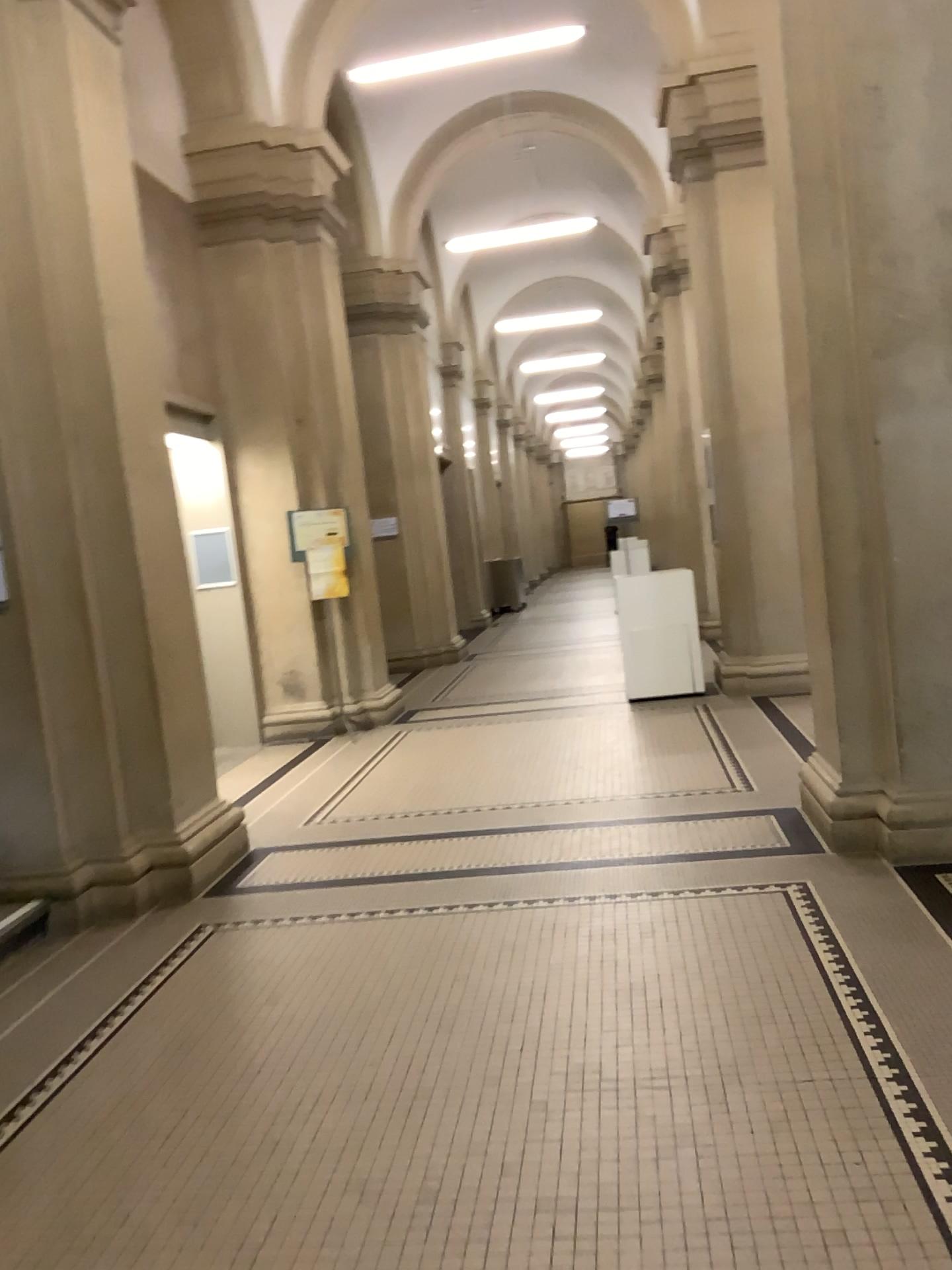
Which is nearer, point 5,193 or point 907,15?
point 907,15

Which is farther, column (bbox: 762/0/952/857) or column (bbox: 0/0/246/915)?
column (bbox: 0/0/246/915)

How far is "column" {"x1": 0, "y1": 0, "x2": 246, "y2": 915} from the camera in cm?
446

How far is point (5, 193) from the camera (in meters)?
4.46

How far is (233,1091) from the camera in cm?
292
